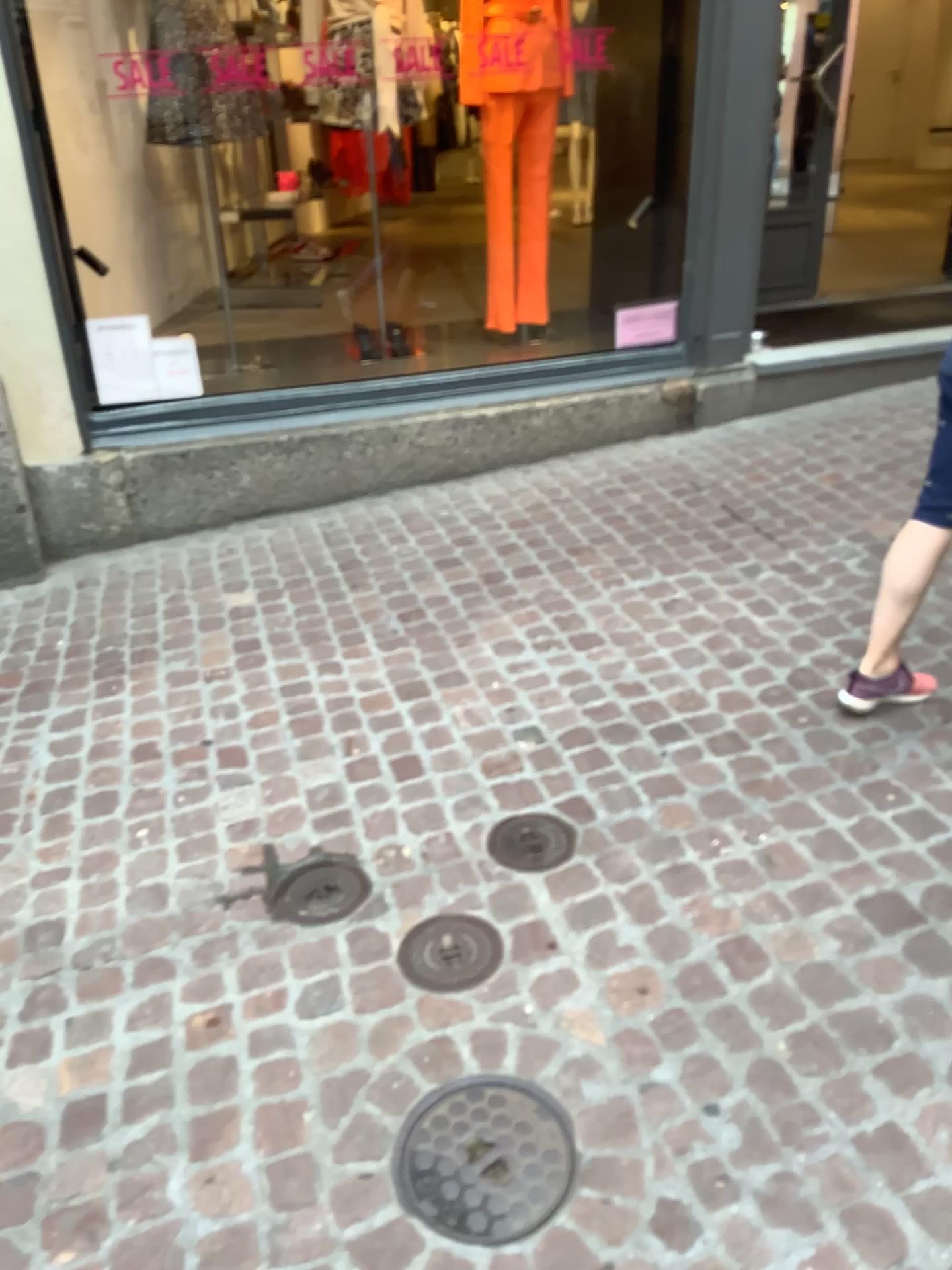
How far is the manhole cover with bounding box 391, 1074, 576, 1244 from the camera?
1.6 meters

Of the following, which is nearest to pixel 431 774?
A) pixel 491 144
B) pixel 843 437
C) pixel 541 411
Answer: pixel 541 411

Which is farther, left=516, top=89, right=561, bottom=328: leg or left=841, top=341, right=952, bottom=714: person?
left=516, top=89, right=561, bottom=328: leg

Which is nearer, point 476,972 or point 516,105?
point 476,972

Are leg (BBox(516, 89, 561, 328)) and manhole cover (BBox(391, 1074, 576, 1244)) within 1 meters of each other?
no

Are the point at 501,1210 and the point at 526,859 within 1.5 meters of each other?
yes

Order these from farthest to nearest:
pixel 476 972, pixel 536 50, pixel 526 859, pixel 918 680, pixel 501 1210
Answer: pixel 536 50 < pixel 918 680 < pixel 526 859 < pixel 476 972 < pixel 501 1210

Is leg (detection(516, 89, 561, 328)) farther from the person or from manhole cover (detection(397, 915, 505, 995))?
manhole cover (detection(397, 915, 505, 995))

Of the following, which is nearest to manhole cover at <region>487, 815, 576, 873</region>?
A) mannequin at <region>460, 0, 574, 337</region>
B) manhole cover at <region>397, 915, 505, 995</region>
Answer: manhole cover at <region>397, 915, 505, 995</region>

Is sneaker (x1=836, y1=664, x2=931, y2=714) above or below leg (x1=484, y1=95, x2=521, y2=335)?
below
